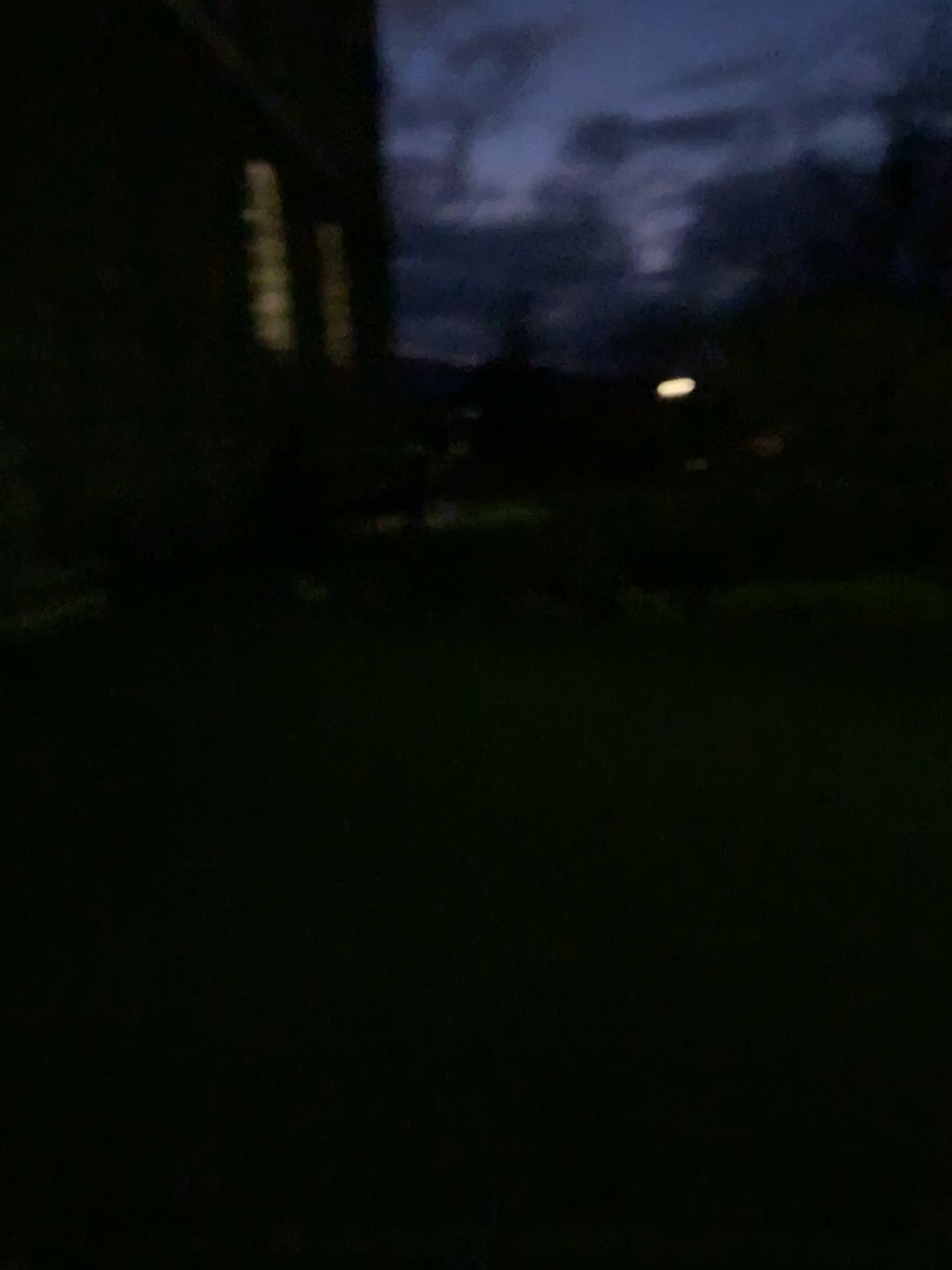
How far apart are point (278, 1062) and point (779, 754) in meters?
3.0
